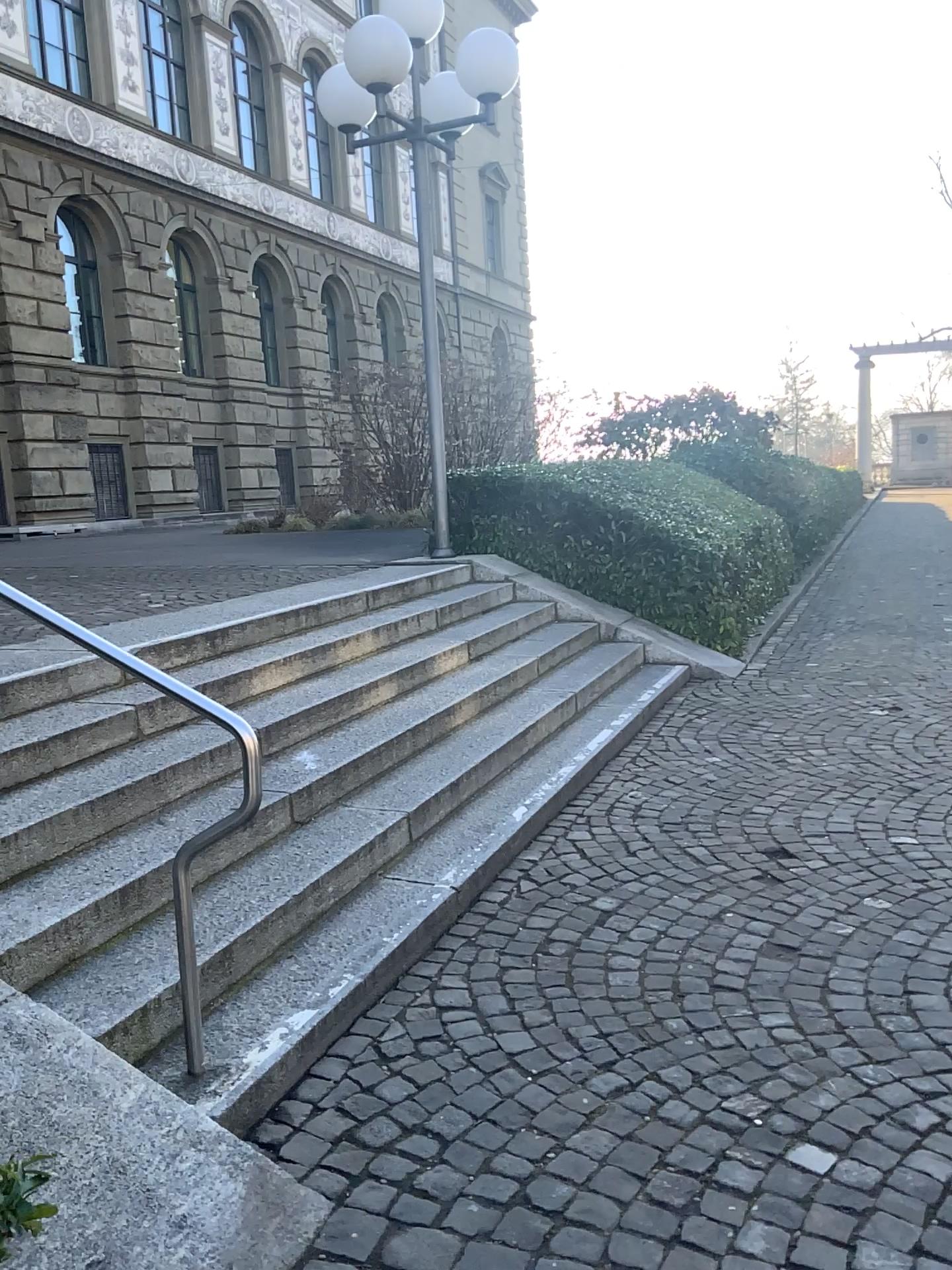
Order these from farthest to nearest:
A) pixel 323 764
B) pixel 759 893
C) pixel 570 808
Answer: pixel 570 808
pixel 323 764
pixel 759 893
